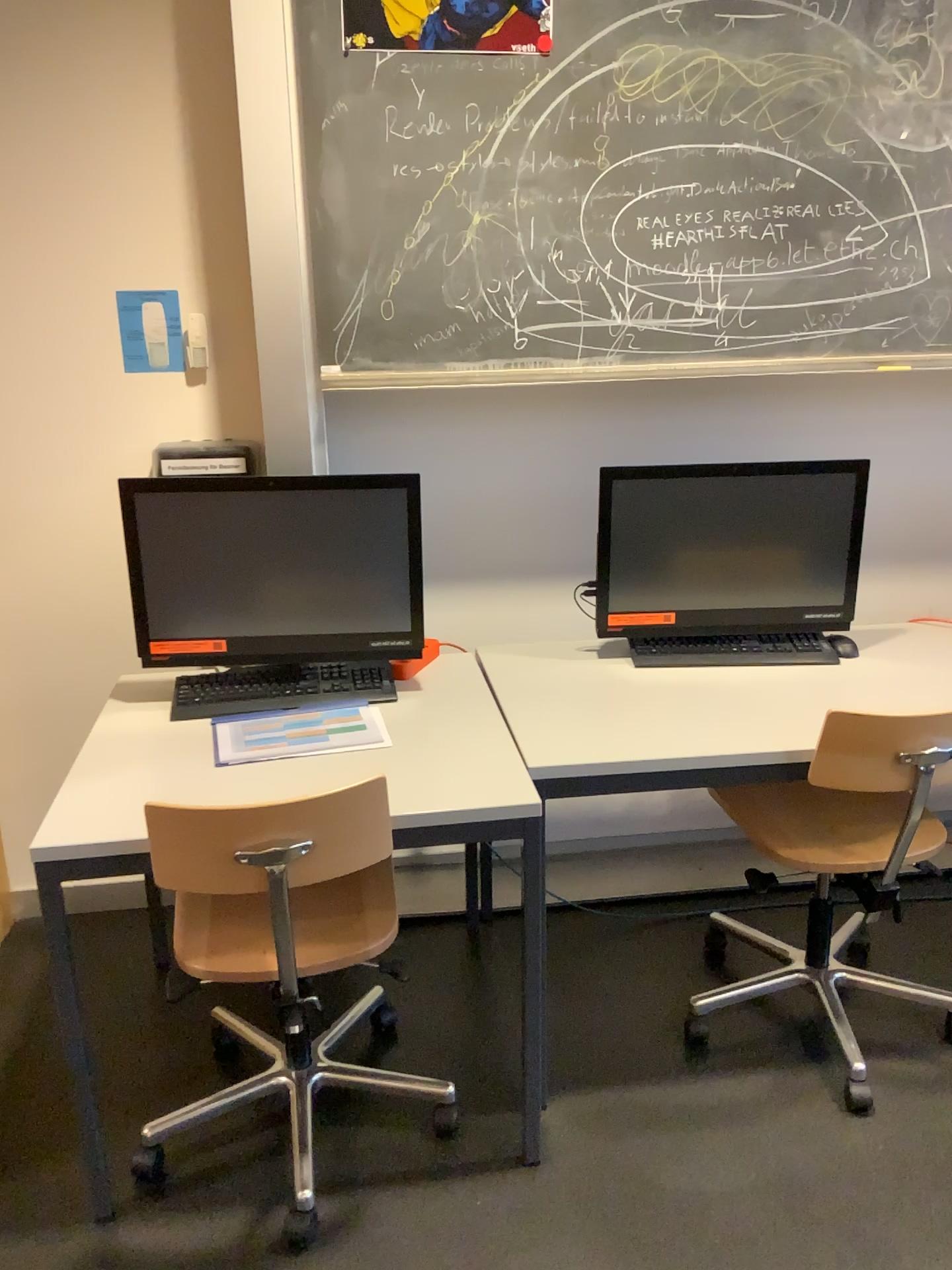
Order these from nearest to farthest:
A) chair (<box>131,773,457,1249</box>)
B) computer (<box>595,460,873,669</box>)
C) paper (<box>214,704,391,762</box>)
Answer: chair (<box>131,773,457,1249</box>)
paper (<box>214,704,391,762</box>)
computer (<box>595,460,873,669</box>)

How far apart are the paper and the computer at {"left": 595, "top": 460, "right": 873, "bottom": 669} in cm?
60

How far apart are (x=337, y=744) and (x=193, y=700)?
0.36m

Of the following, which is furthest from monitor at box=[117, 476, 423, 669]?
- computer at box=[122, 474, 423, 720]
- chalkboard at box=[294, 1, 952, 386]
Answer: chalkboard at box=[294, 1, 952, 386]

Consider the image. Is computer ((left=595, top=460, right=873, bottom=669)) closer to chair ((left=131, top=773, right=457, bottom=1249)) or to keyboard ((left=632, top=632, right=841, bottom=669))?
keyboard ((left=632, top=632, right=841, bottom=669))

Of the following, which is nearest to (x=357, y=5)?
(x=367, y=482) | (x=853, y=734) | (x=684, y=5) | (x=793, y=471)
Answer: (x=684, y=5)

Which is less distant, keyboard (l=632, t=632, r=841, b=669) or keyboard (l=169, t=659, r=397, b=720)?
keyboard (l=169, t=659, r=397, b=720)

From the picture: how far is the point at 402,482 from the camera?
2.1 meters

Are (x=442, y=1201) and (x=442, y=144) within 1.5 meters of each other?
no

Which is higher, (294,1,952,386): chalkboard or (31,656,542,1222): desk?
(294,1,952,386): chalkboard
